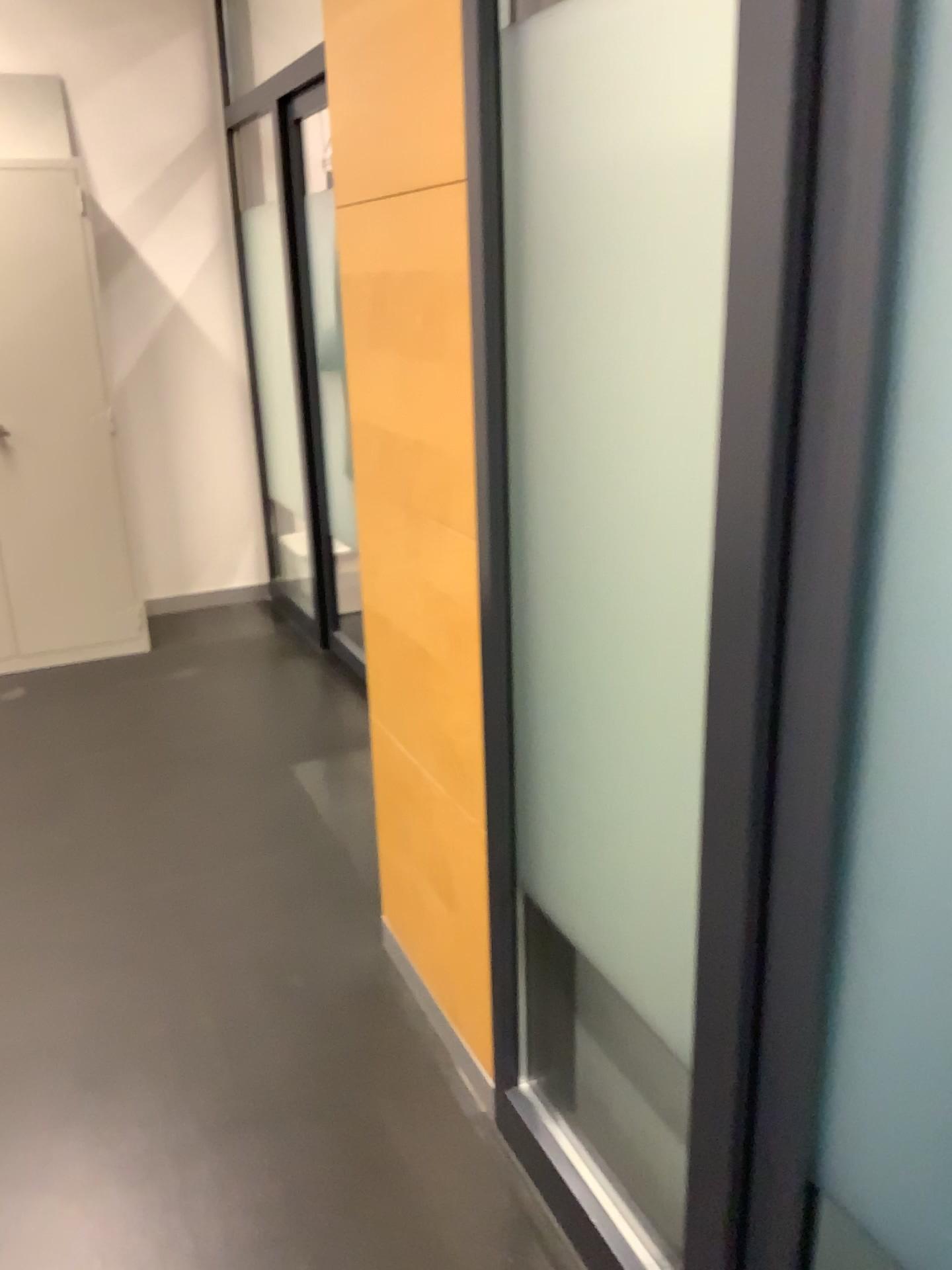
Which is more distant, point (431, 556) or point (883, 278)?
point (431, 556)

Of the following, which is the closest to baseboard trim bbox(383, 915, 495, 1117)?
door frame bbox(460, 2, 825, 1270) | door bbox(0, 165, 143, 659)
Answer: door frame bbox(460, 2, 825, 1270)

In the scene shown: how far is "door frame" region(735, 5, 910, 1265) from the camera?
0.8 meters

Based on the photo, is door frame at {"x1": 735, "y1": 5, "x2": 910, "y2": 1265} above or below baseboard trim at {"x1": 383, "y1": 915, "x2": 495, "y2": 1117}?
above

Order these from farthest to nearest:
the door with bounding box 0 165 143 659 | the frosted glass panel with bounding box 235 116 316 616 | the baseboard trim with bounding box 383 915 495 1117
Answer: the frosted glass panel with bounding box 235 116 316 616, the door with bounding box 0 165 143 659, the baseboard trim with bounding box 383 915 495 1117

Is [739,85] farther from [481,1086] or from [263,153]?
Result: [263,153]

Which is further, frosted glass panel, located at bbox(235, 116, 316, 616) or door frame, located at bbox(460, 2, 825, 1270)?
frosted glass panel, located at bbox(235, 116, 316, 616)

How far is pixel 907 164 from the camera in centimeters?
82cm

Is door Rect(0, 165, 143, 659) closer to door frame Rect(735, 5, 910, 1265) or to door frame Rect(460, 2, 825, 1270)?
door frame Rect(460, 2, 825, 1270)

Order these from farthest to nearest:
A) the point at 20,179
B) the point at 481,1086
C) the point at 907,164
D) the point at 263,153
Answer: the point at 263,153 < the point at 20,179 < the point at 481,1086 < the point at 907,164
